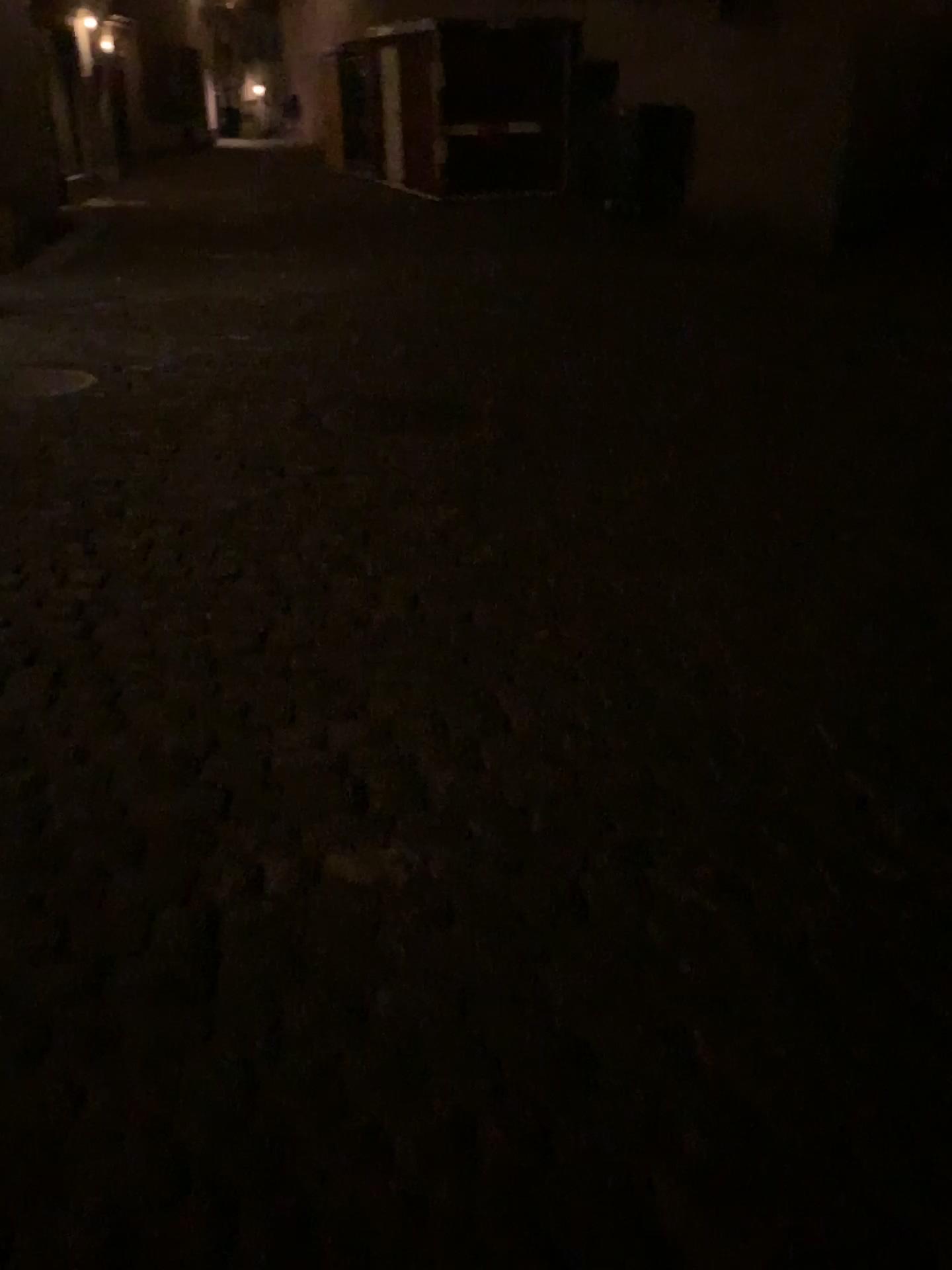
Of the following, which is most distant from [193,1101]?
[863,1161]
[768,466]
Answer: [768,466]
